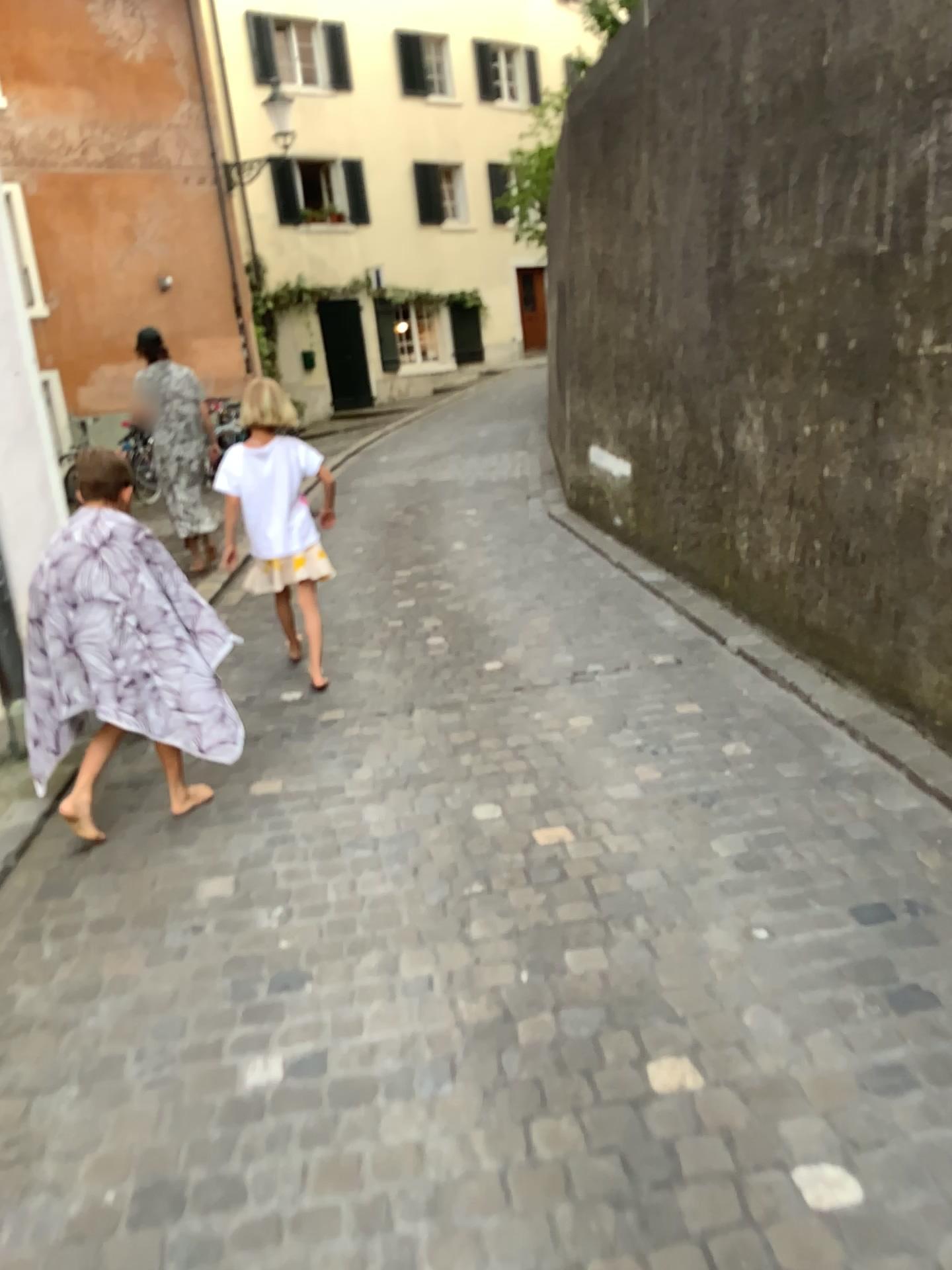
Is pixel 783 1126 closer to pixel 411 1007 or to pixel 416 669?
pixel 411 1007

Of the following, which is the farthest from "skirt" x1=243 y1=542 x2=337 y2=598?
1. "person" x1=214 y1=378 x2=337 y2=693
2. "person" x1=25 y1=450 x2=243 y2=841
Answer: "person" x1=25 y1=450 x2=243 y2=841

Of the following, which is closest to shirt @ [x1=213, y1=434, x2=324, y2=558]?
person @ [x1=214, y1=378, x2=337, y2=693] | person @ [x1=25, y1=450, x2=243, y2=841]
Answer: person @ [x1=214, y1=378, x2=337, y2=693]

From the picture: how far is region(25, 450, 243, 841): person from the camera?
3.0 meters

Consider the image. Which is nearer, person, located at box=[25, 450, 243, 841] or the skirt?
person, located at box=[25, 450, 243, 841]

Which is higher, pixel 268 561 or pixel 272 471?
pixel 272 471

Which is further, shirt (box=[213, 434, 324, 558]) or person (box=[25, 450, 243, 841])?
shirt (box=[213, 434, 324, 558])

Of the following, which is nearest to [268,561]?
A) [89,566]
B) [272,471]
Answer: [272,471]

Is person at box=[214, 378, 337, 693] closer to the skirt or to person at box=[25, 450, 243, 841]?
the skirt

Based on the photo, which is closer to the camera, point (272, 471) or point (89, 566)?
point (89, 566)
